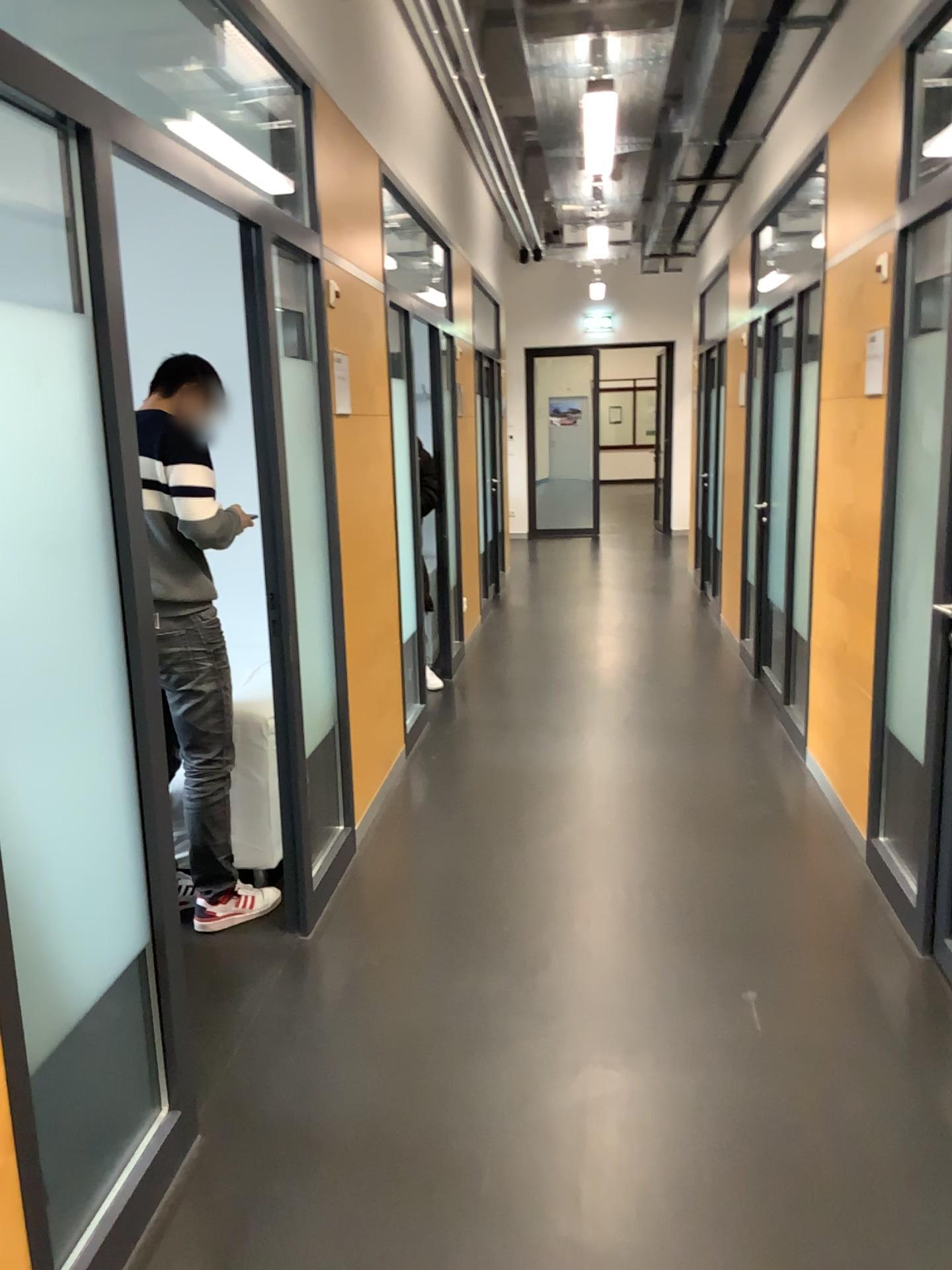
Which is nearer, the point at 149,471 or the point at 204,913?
the point at 149,471

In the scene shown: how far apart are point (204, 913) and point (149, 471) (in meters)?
1.35

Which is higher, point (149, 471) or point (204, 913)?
point (149, 471)

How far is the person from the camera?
3.0 meters

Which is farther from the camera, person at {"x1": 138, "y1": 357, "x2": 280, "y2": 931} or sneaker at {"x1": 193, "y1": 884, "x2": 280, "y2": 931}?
sneaker at {"x1": 193, "y1": 884, "x2": 280, "y2": 931}

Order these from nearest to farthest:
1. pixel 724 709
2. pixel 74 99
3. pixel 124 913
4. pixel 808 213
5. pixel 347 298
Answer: pixel 74 99 < pixel 124 913 < pixel 347 298 < pixel 808 213 < pixel 724 709

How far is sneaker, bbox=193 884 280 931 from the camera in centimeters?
325cm
